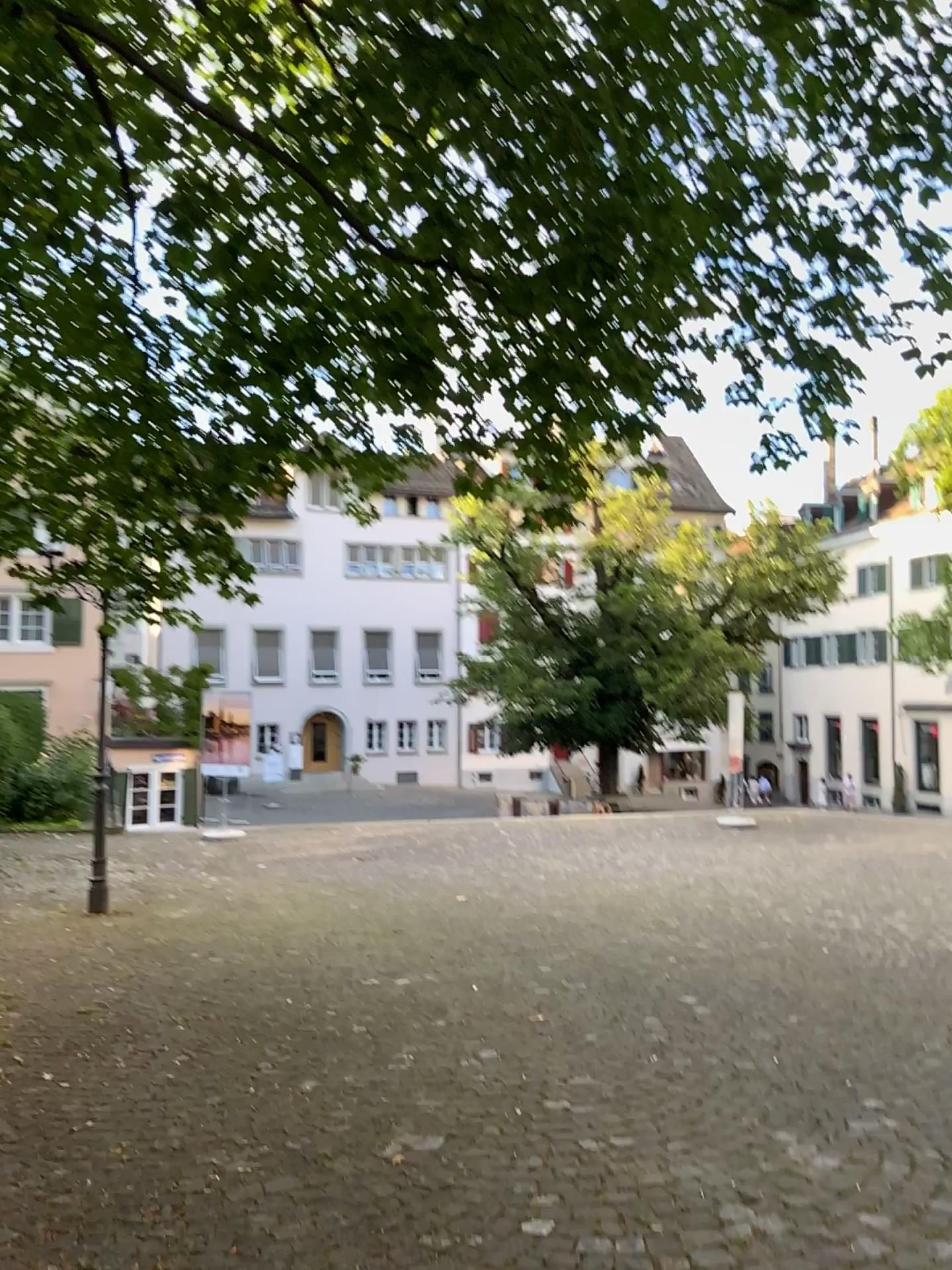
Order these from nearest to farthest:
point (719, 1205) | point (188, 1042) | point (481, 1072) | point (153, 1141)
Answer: point (719, 1205), point (153, 1141), point (481, 1072), point (188, 1042)
